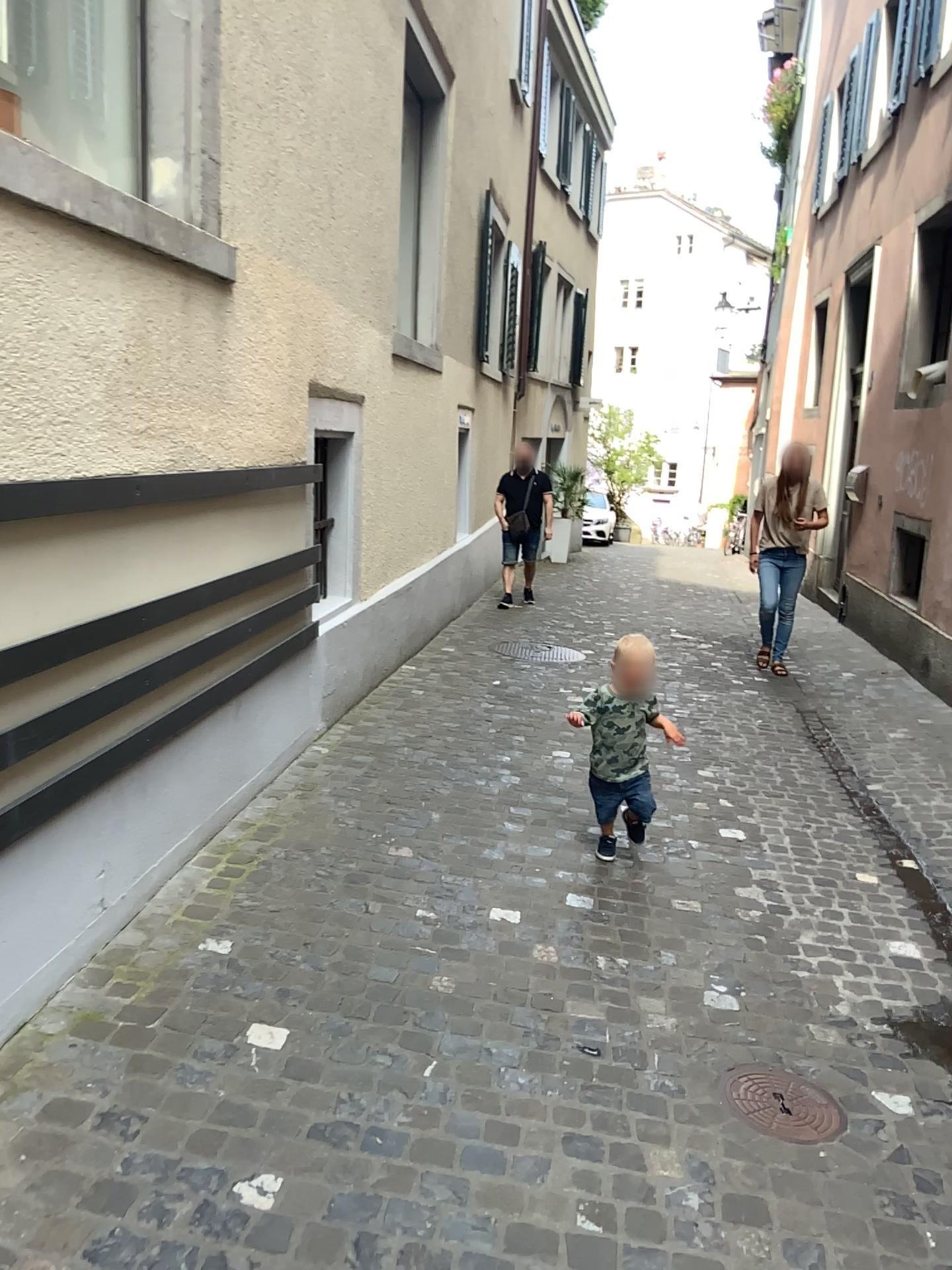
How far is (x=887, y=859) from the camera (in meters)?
4.12

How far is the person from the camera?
3.80m

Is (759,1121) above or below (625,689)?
below

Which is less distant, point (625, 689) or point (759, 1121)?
point (759, 1121)

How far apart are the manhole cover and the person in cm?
131

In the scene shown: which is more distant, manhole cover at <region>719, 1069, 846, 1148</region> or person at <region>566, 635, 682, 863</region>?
person at <region>566, 635, 682, 863</region>

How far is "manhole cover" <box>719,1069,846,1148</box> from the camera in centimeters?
242cm

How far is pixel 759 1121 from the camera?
2.4m
